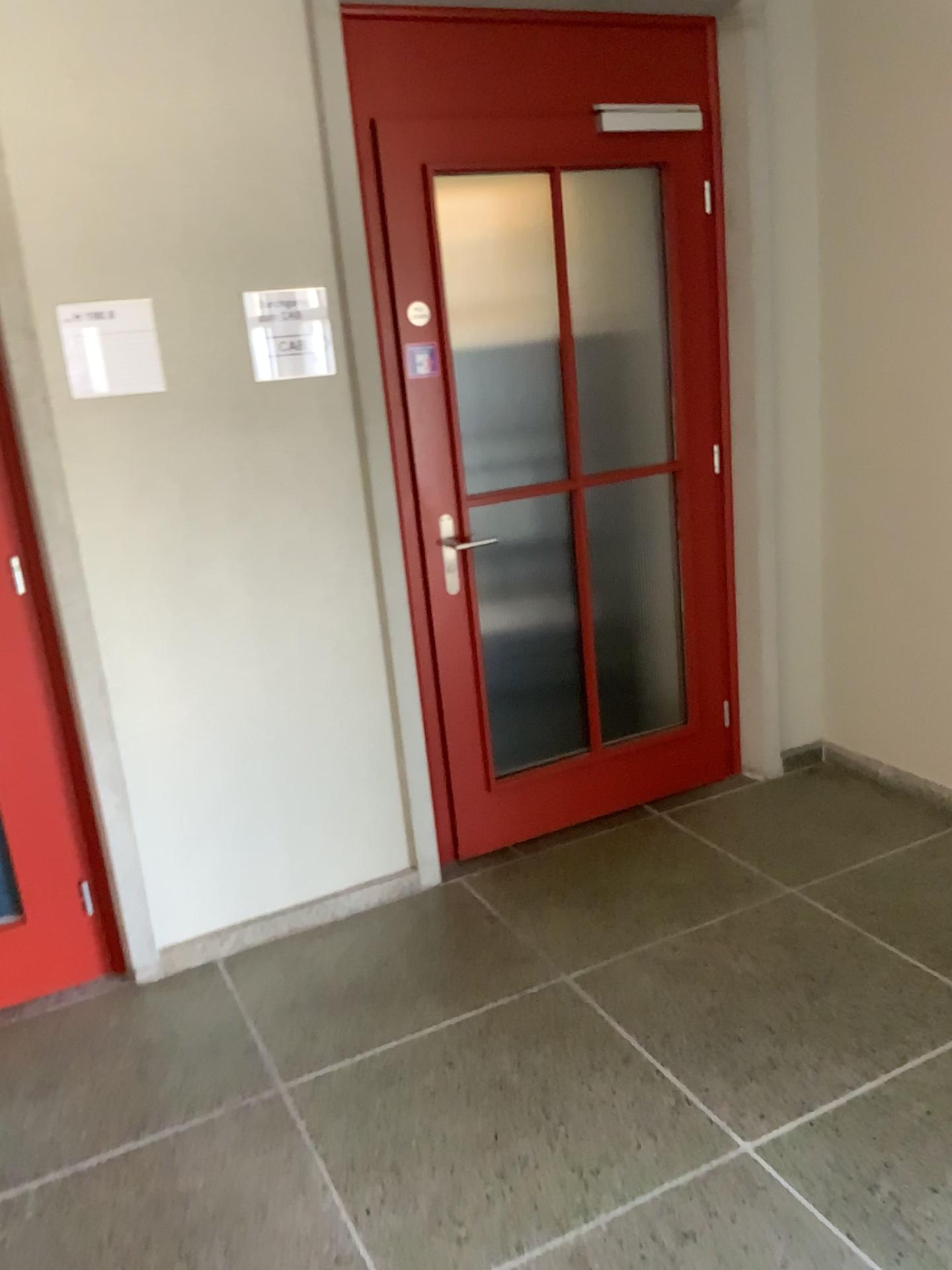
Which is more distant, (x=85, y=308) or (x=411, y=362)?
(x=411, y=362)

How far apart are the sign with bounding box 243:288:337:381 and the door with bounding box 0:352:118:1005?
0.63m

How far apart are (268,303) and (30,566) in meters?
0.9

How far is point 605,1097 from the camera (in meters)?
2.21

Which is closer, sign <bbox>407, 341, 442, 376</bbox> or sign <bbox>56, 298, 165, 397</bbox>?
sign <bbox>56, 298, 165, 397</bbox>

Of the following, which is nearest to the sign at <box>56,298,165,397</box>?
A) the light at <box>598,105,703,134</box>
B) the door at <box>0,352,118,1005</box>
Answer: the door at <box>0,352,118,1005</box>

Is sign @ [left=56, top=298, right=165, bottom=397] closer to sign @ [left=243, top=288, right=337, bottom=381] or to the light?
sign @ [left=243, top=288, right=337, bottom=381]

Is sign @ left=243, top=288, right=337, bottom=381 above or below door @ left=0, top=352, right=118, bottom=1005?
above

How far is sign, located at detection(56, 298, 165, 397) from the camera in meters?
2.5 m

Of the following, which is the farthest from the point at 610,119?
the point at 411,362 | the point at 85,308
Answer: the point at 85,308
